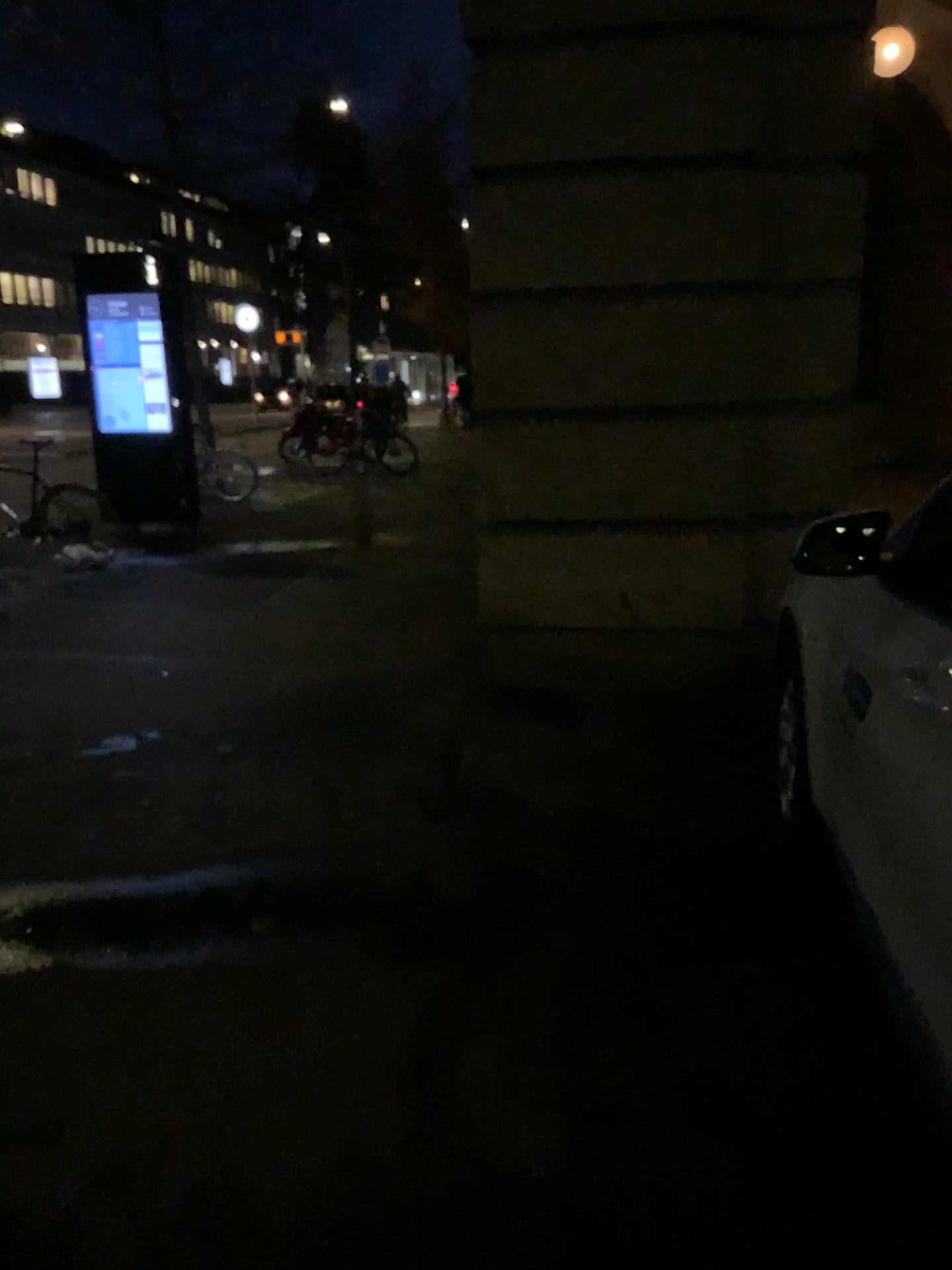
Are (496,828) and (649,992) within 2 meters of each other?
yes
